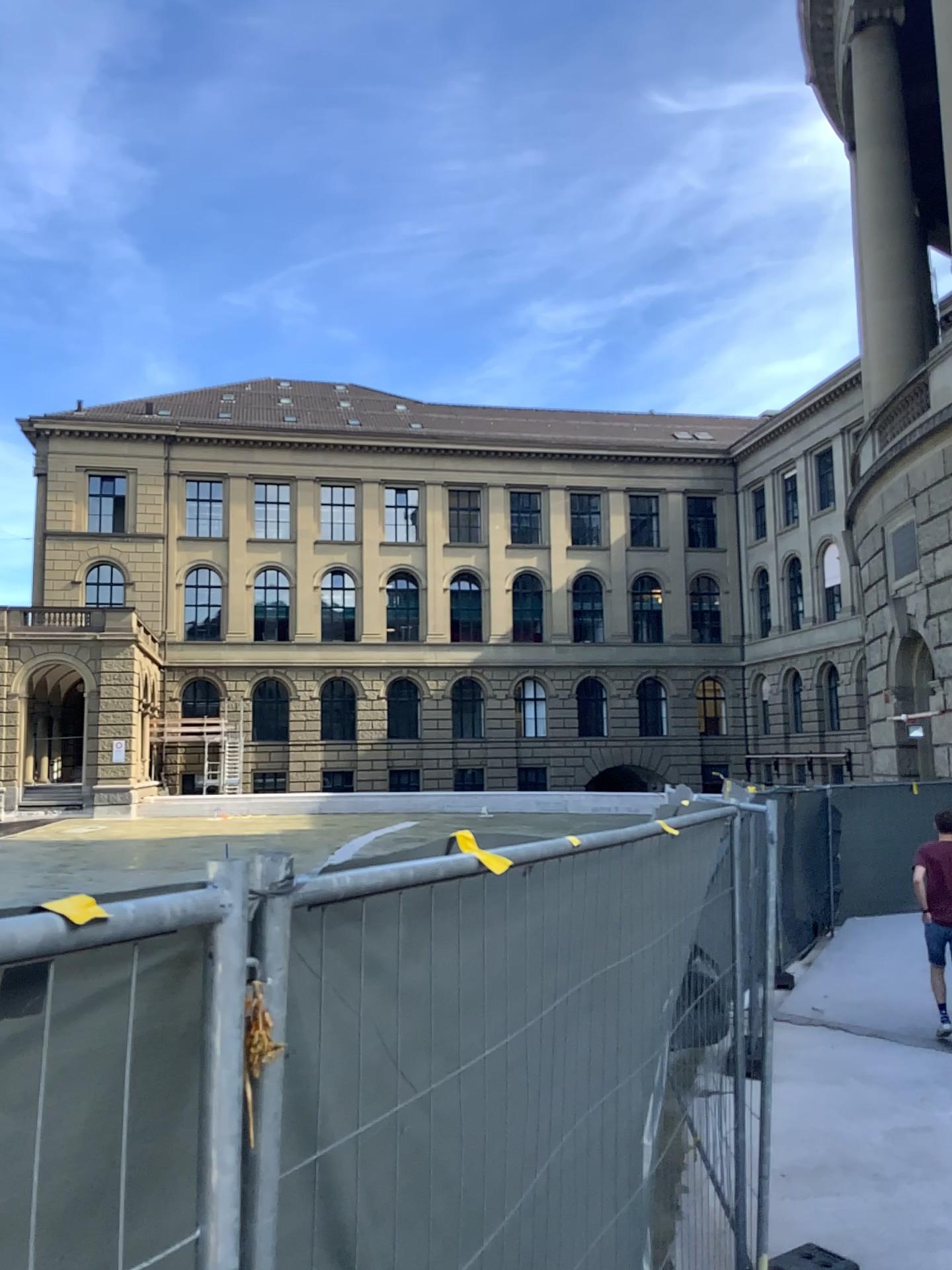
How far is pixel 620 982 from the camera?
2.7 meters
